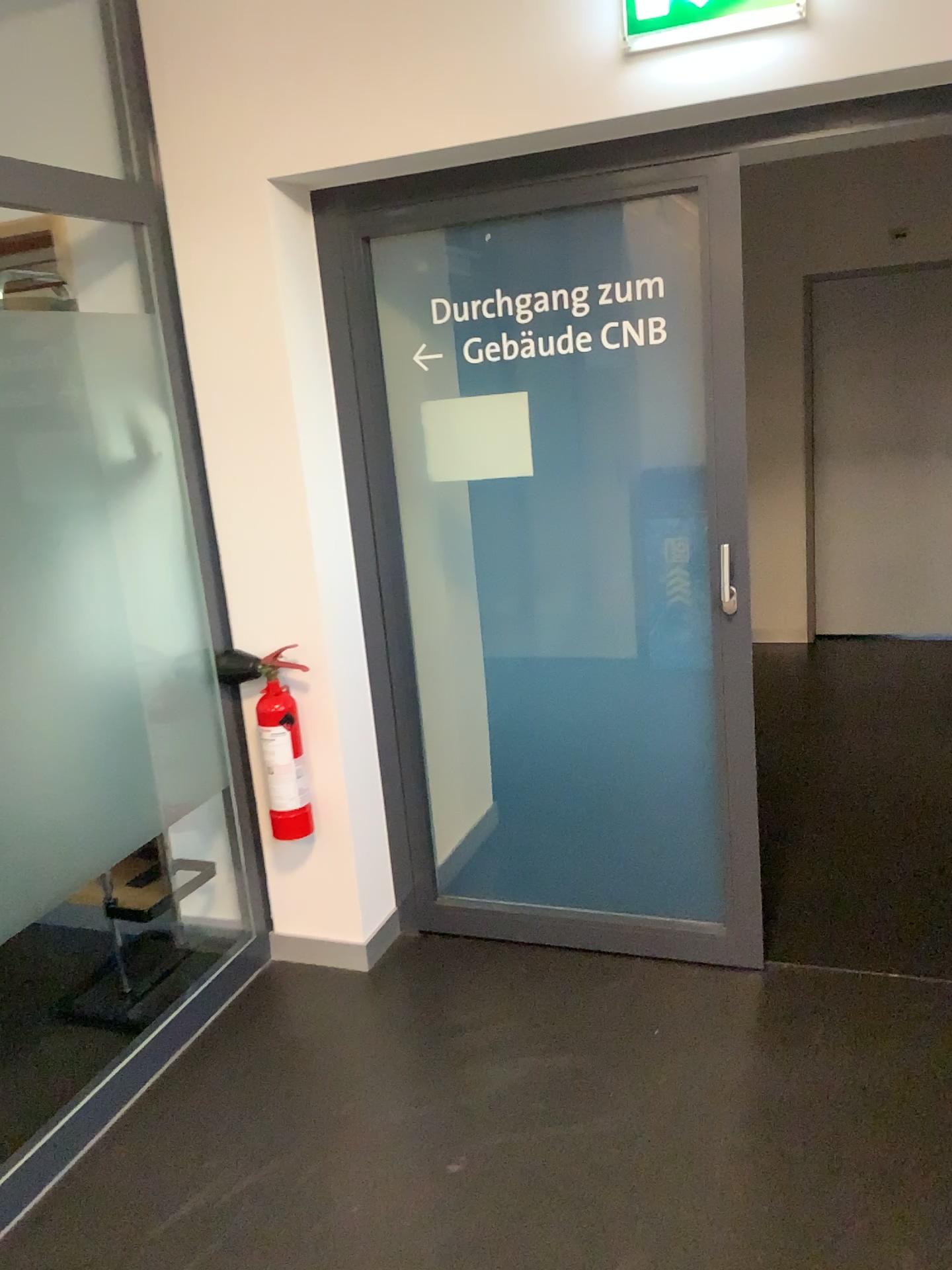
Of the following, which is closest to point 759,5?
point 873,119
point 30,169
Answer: point 873,119

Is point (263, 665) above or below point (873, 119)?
below

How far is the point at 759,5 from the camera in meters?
2.1

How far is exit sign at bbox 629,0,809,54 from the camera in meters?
2.1

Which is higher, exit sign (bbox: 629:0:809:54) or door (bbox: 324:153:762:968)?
exit sign (bbox: 629:0:809:54)

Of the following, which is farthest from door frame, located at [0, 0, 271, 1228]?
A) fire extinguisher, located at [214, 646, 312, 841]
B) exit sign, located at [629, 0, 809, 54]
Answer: exit sign, located at [629, 0, 809, 54]

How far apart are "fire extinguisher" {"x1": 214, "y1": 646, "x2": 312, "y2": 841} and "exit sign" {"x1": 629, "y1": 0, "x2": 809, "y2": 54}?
1.65m

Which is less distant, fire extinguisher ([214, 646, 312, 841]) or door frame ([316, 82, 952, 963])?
door frame ([316, 82, 952, 963])

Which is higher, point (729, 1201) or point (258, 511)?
point (258, 511)

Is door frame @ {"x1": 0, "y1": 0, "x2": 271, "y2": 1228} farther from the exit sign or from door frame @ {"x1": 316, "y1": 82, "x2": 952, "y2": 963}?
the exit sign
